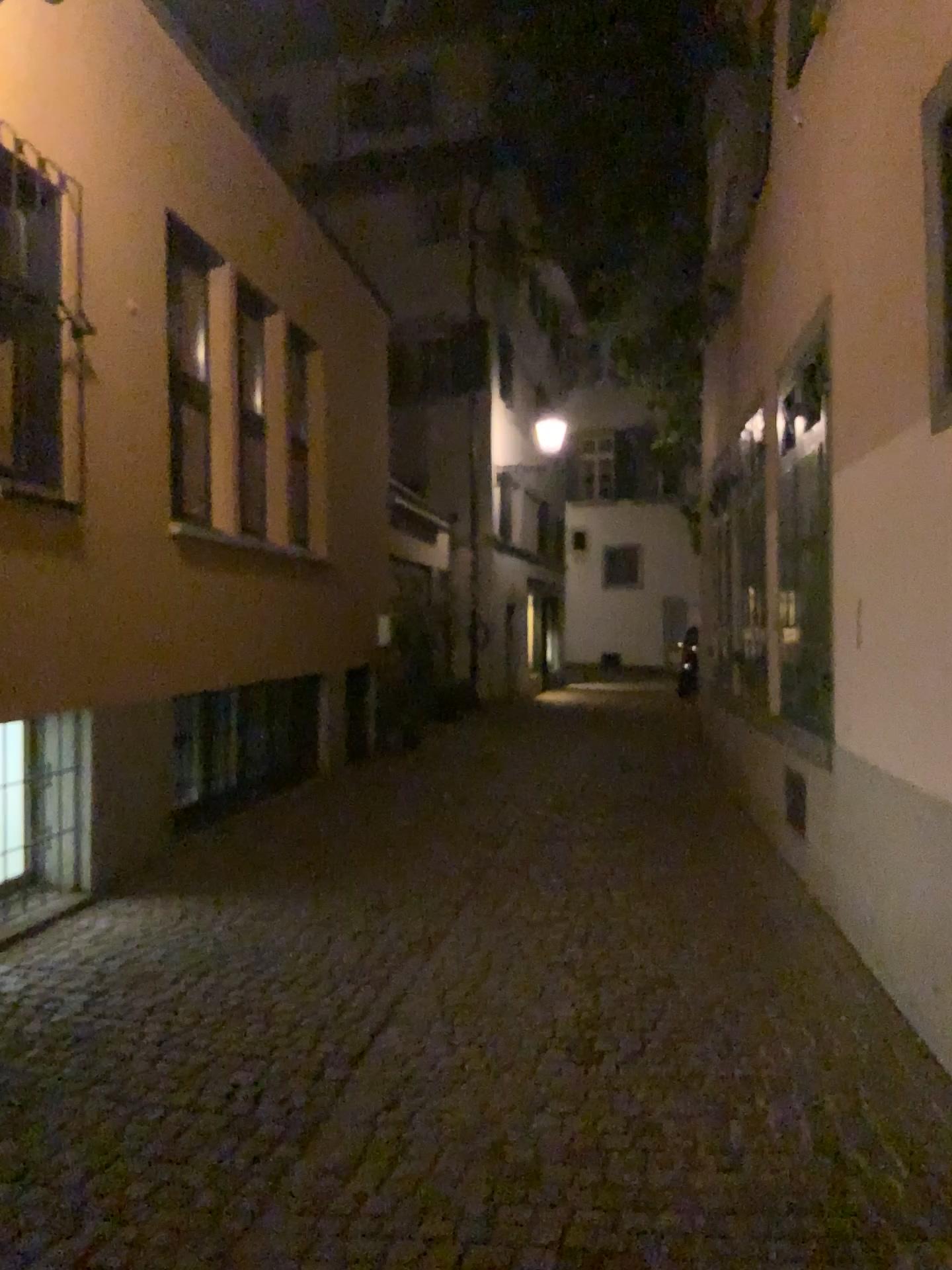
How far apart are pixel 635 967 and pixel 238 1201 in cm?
211
